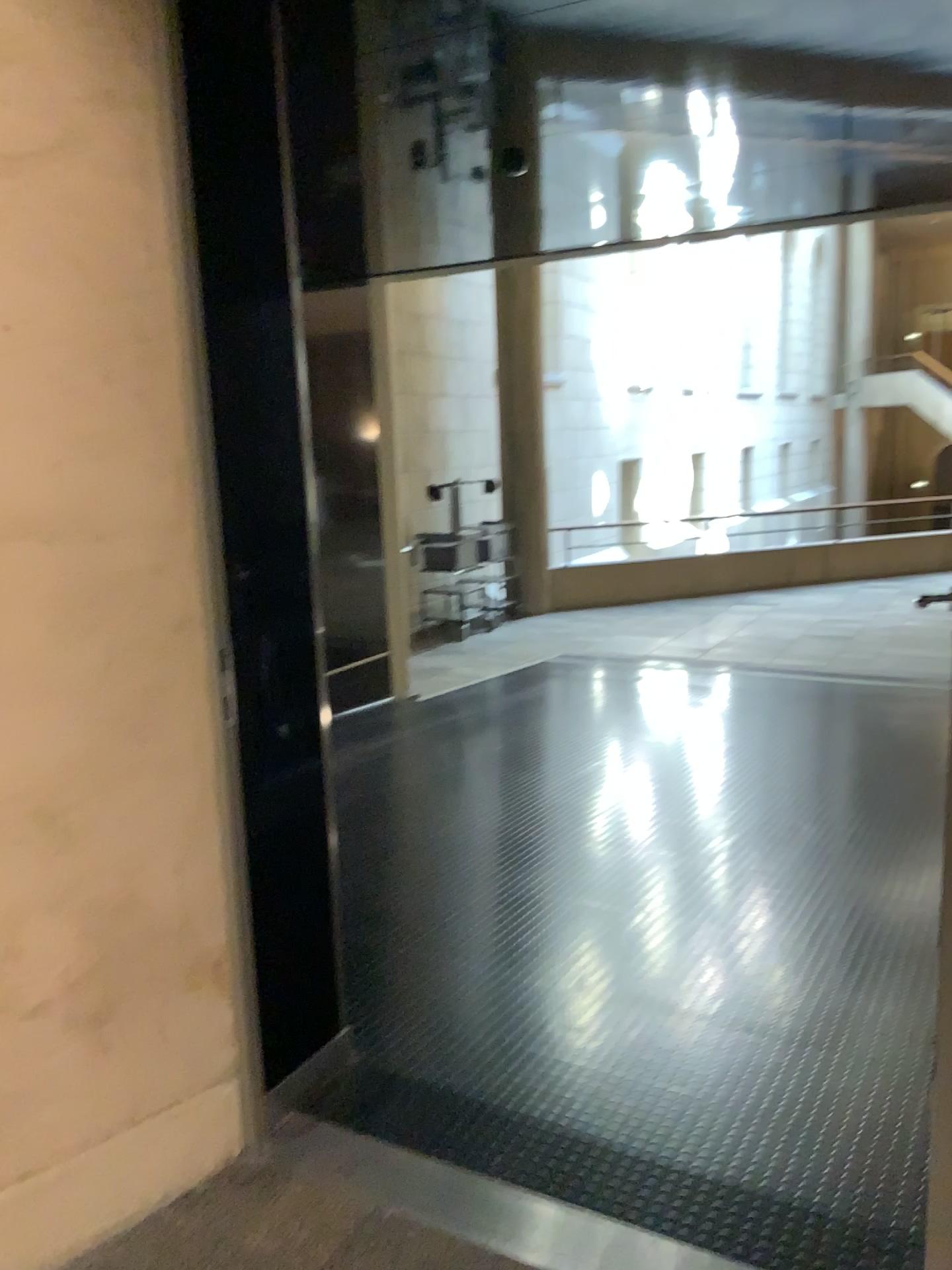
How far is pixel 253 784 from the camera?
2.2m
